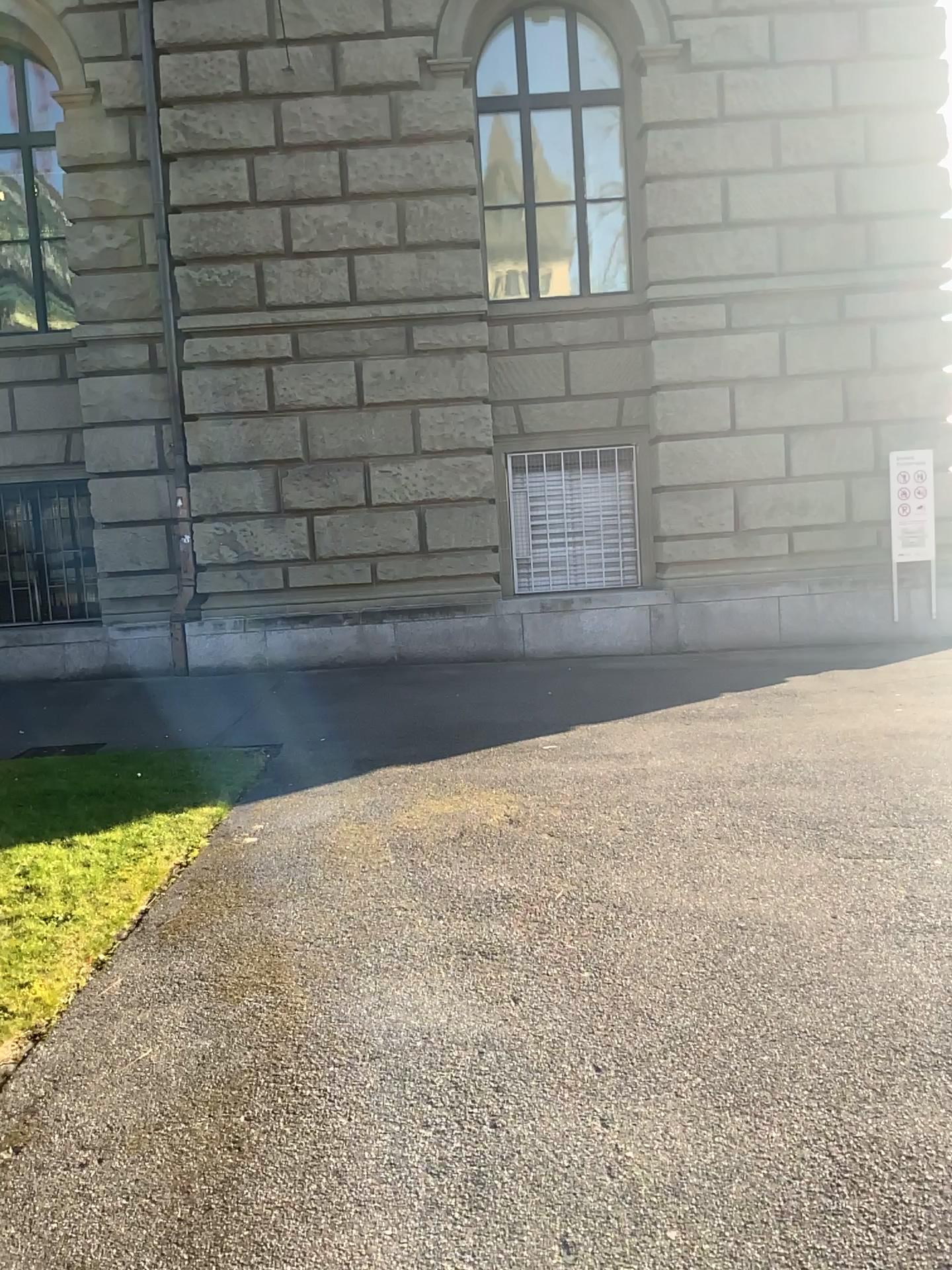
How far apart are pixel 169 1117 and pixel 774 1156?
1.45m
